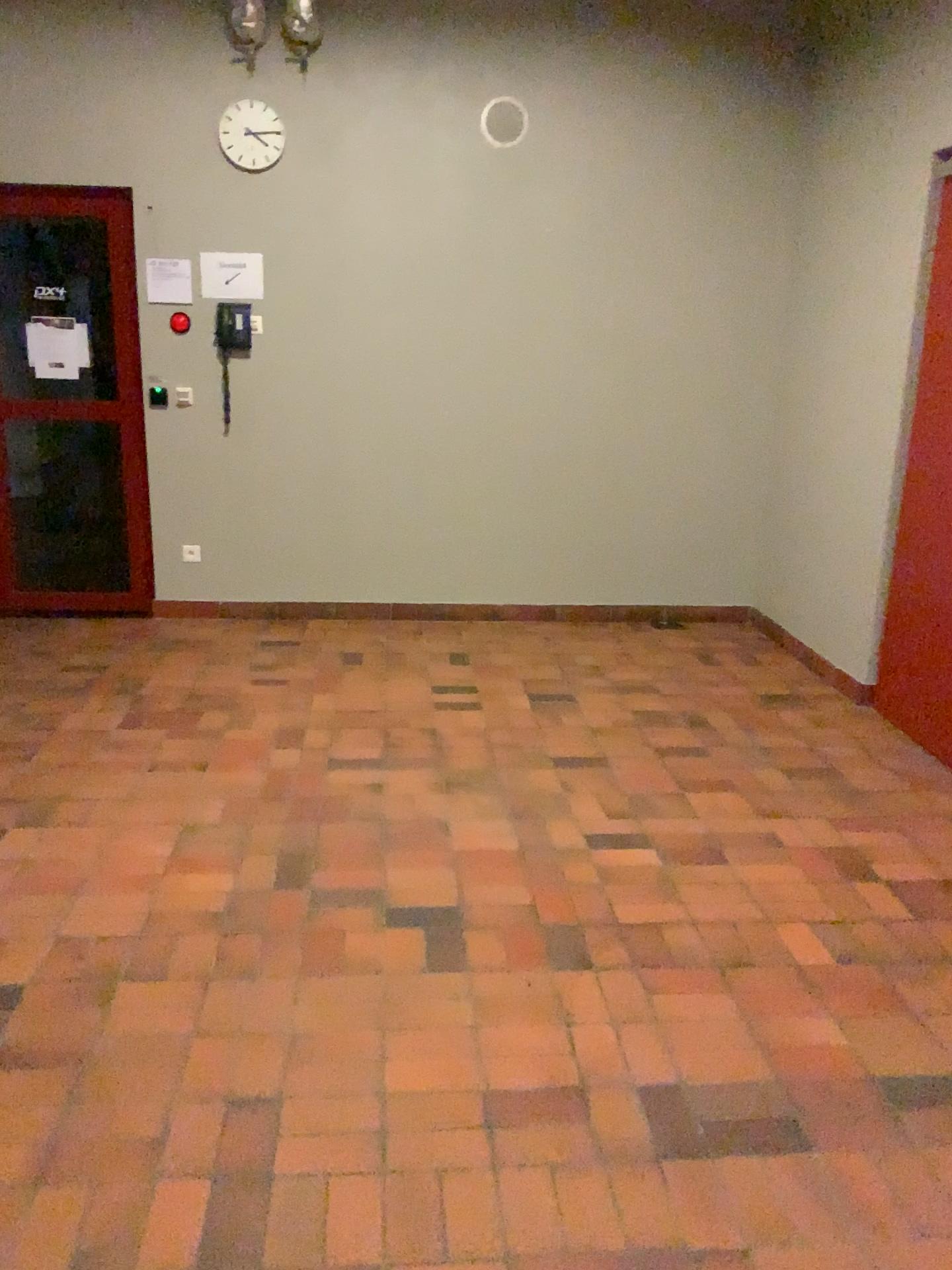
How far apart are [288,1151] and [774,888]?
1.6m

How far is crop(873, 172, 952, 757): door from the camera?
3.9m

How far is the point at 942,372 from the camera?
3.9 meters
